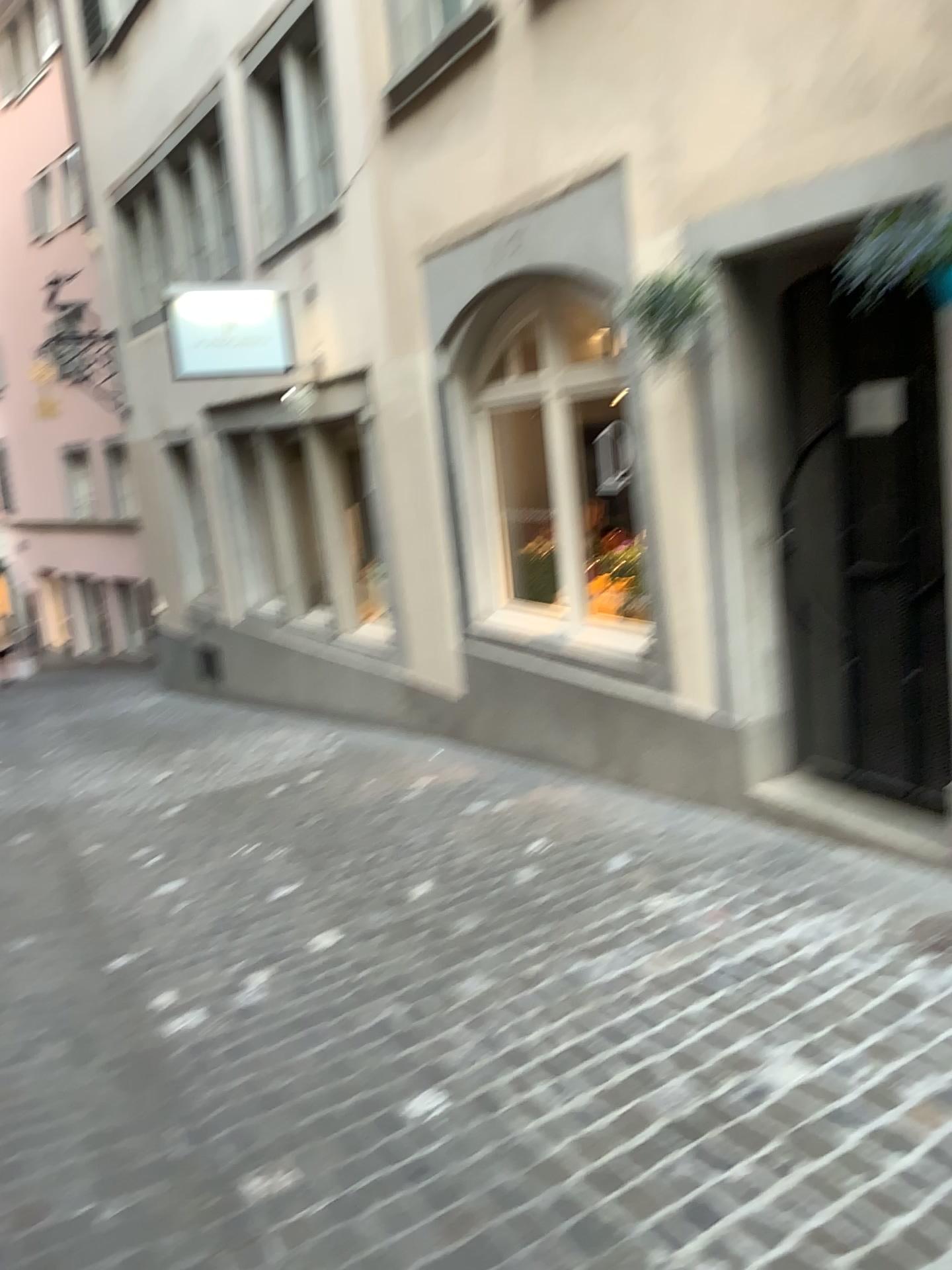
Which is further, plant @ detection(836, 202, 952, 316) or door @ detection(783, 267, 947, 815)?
door @ detection(783, 267, 947, 815)

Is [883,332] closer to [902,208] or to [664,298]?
[902,208]

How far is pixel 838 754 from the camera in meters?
4.1 m

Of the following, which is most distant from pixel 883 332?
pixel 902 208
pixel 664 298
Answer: pixel 664 298

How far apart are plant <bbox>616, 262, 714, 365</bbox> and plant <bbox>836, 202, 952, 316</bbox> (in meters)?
0.49

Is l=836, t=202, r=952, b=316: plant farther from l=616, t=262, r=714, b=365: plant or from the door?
l=616, t=262, r=714, b=365: plant

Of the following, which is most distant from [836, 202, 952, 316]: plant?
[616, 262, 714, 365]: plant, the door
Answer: [616, 262, 714, 365]: plant

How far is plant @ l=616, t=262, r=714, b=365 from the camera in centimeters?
383cm

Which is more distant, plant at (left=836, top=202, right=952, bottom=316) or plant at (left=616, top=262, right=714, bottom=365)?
plant at (left=616, top=262, right=714, bottom=365)

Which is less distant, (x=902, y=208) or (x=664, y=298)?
(x=902, y=208)
